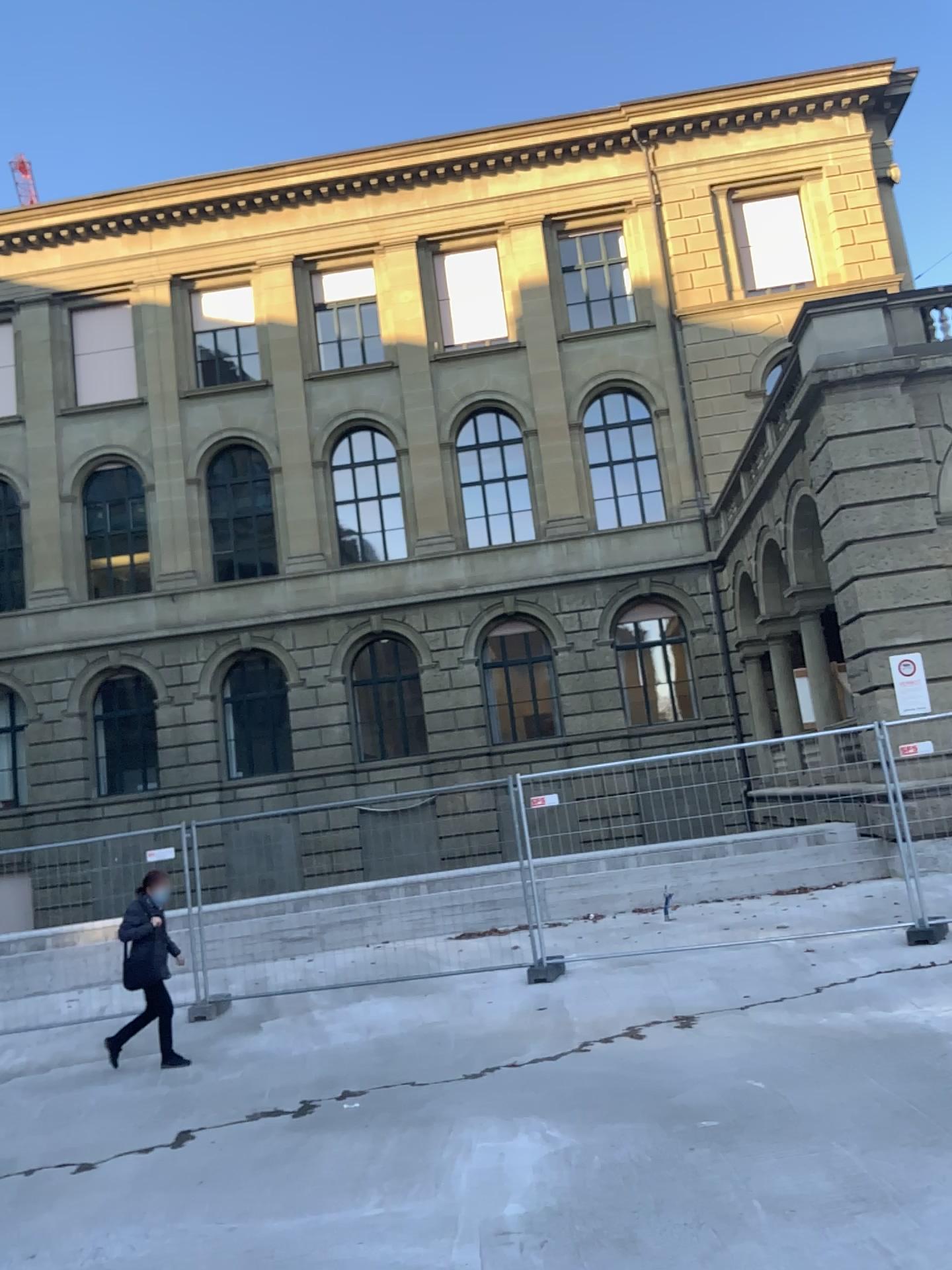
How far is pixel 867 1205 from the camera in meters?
4.1
